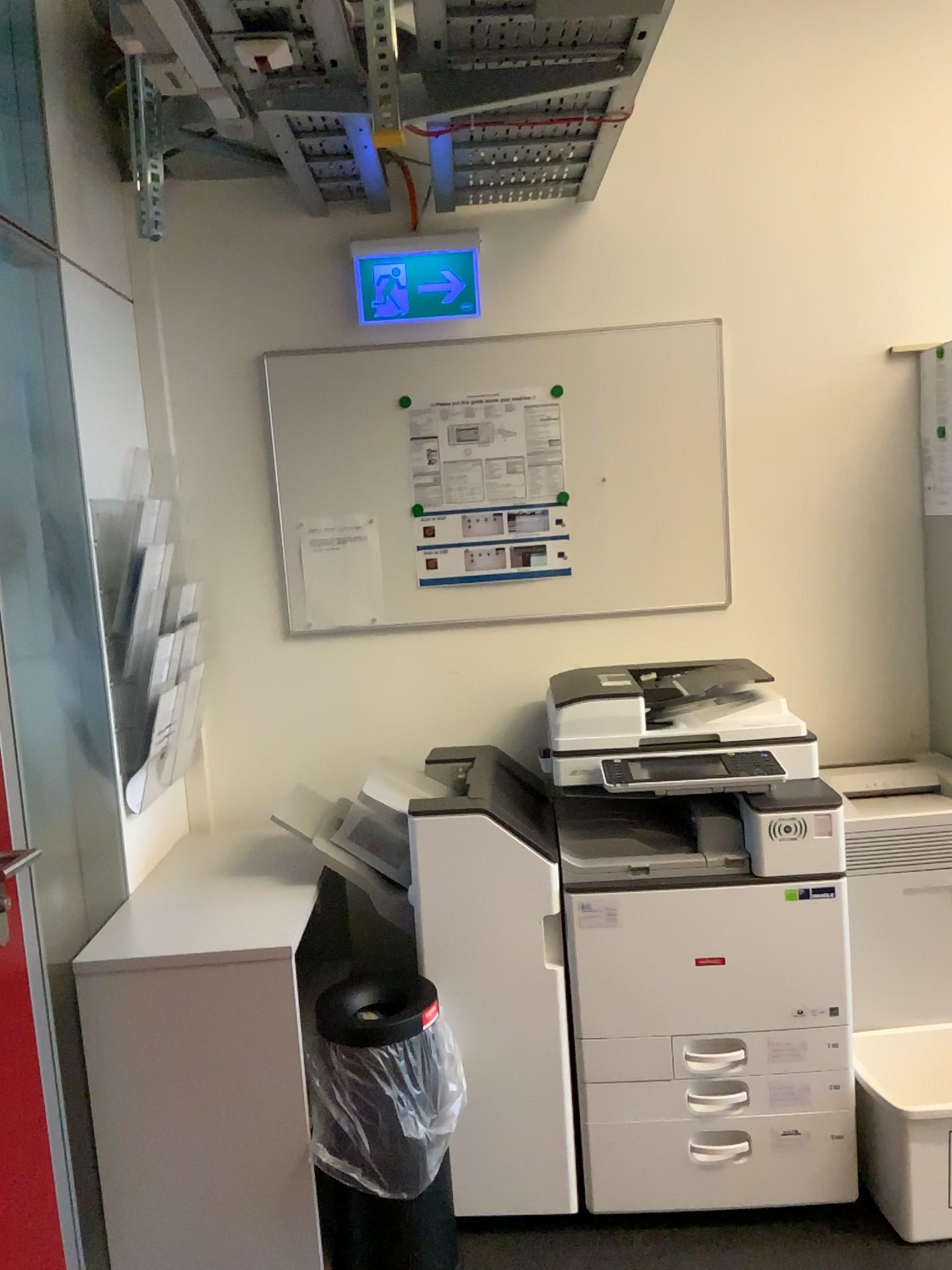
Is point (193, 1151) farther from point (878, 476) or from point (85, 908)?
point (878, 476)

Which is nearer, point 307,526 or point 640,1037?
point 640,1037

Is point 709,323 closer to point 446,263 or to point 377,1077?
point 446,263

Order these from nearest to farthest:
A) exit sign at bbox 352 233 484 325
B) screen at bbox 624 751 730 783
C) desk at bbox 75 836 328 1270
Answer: desk at bbox 75 836 328 1270
screen at bbox 624 751 730 783
exit sign at bbox 352 233 484 325

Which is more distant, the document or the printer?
the document

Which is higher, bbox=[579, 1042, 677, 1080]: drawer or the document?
the document

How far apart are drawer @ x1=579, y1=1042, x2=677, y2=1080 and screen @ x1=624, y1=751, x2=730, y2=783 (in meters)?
0.55

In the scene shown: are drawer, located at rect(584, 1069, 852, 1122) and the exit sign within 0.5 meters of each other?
no

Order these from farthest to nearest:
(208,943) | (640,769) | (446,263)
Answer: (446,263), (640,769), (208,943)

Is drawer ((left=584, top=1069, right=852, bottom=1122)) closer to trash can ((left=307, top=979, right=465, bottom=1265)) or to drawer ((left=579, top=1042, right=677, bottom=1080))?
drawer ((left=579, top=1042, right=677, bottom=1080))
